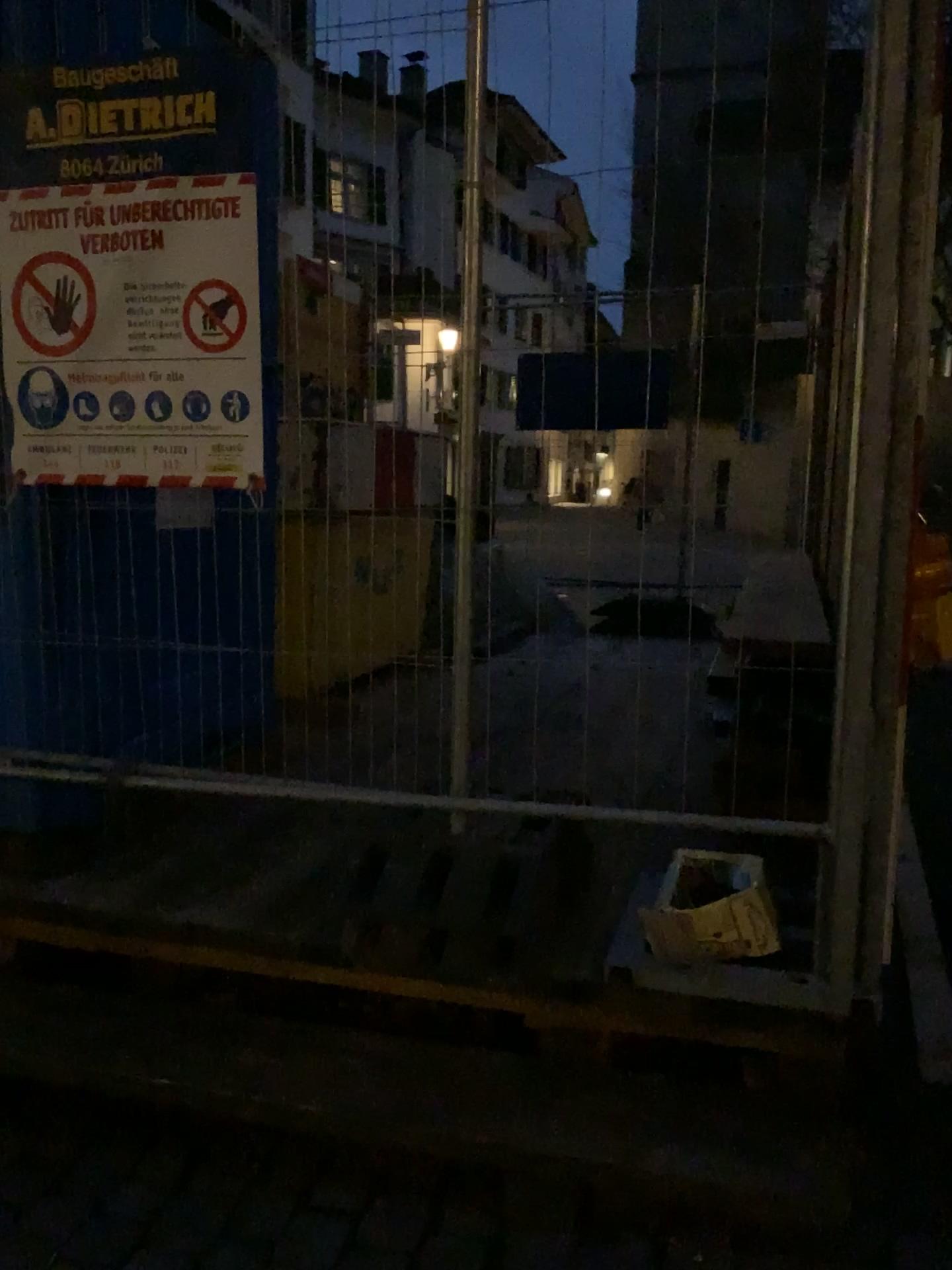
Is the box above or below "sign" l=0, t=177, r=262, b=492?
below

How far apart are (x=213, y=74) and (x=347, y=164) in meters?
0.3 m

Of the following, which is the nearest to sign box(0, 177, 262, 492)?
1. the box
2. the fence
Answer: the fence

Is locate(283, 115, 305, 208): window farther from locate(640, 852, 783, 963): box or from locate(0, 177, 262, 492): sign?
locate(640, 852, 783, 963): box

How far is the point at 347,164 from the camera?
2.04m

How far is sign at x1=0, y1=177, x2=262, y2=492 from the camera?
2.1m

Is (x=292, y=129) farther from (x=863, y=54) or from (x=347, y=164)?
(x=863, y=54)

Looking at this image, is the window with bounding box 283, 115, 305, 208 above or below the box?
above

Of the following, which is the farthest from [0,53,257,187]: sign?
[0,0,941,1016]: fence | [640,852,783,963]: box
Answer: [640,852,783,963]: box

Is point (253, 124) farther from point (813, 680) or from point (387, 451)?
point (387, 451)
